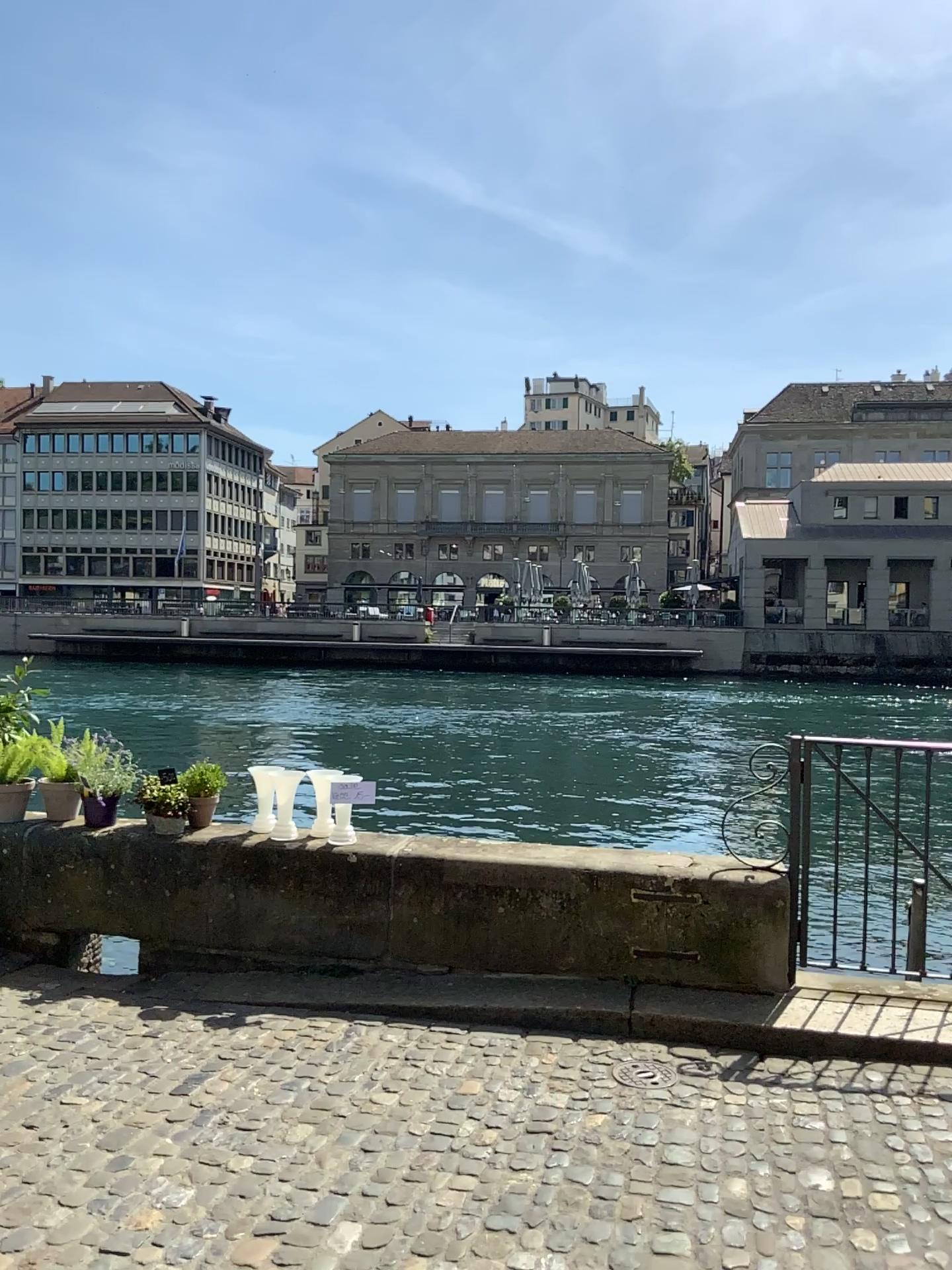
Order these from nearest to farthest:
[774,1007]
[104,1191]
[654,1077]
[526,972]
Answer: [104,1191] < [654,1077] < [774,1007] < [526,972]
